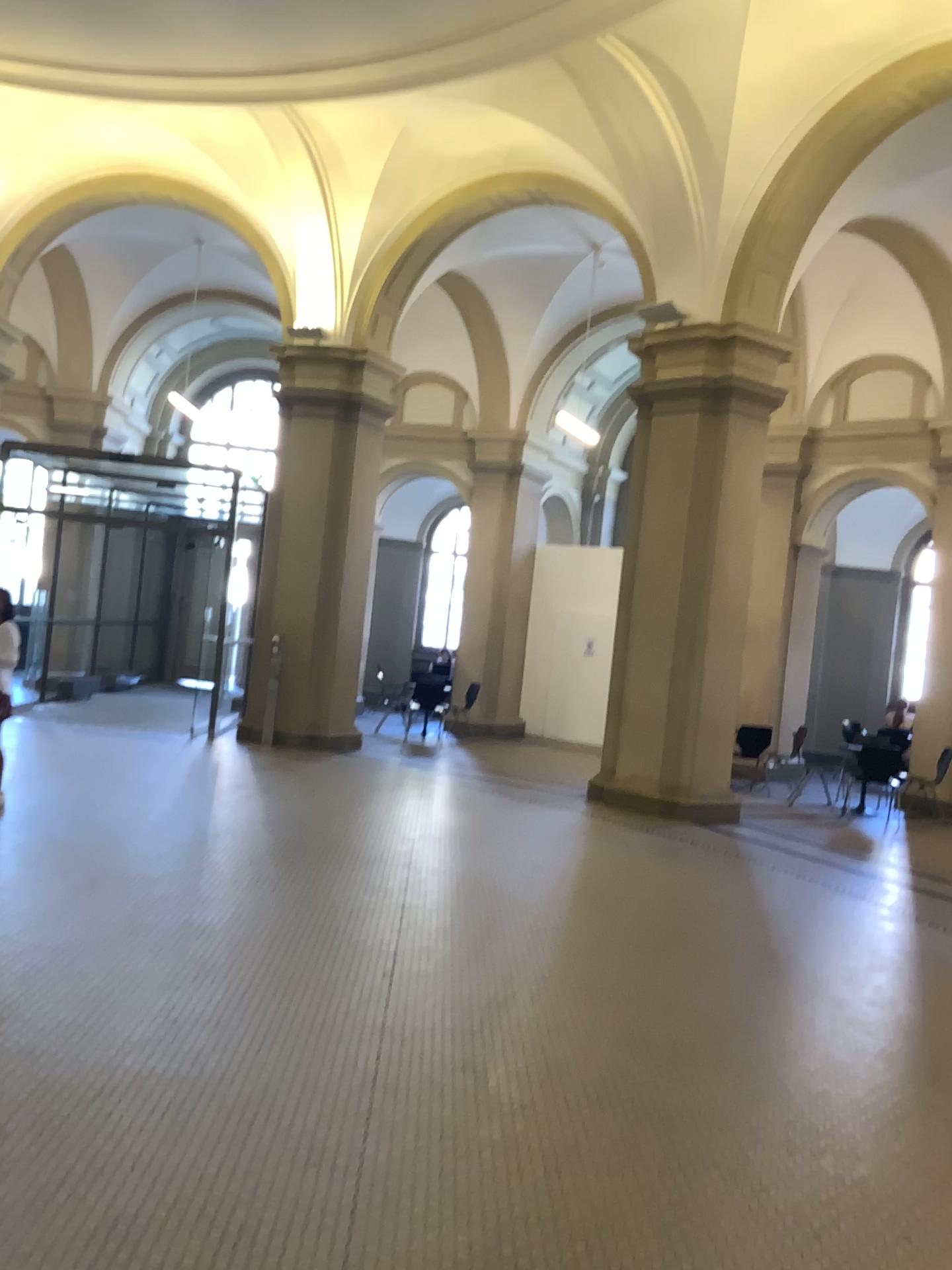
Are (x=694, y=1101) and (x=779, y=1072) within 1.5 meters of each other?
yes
